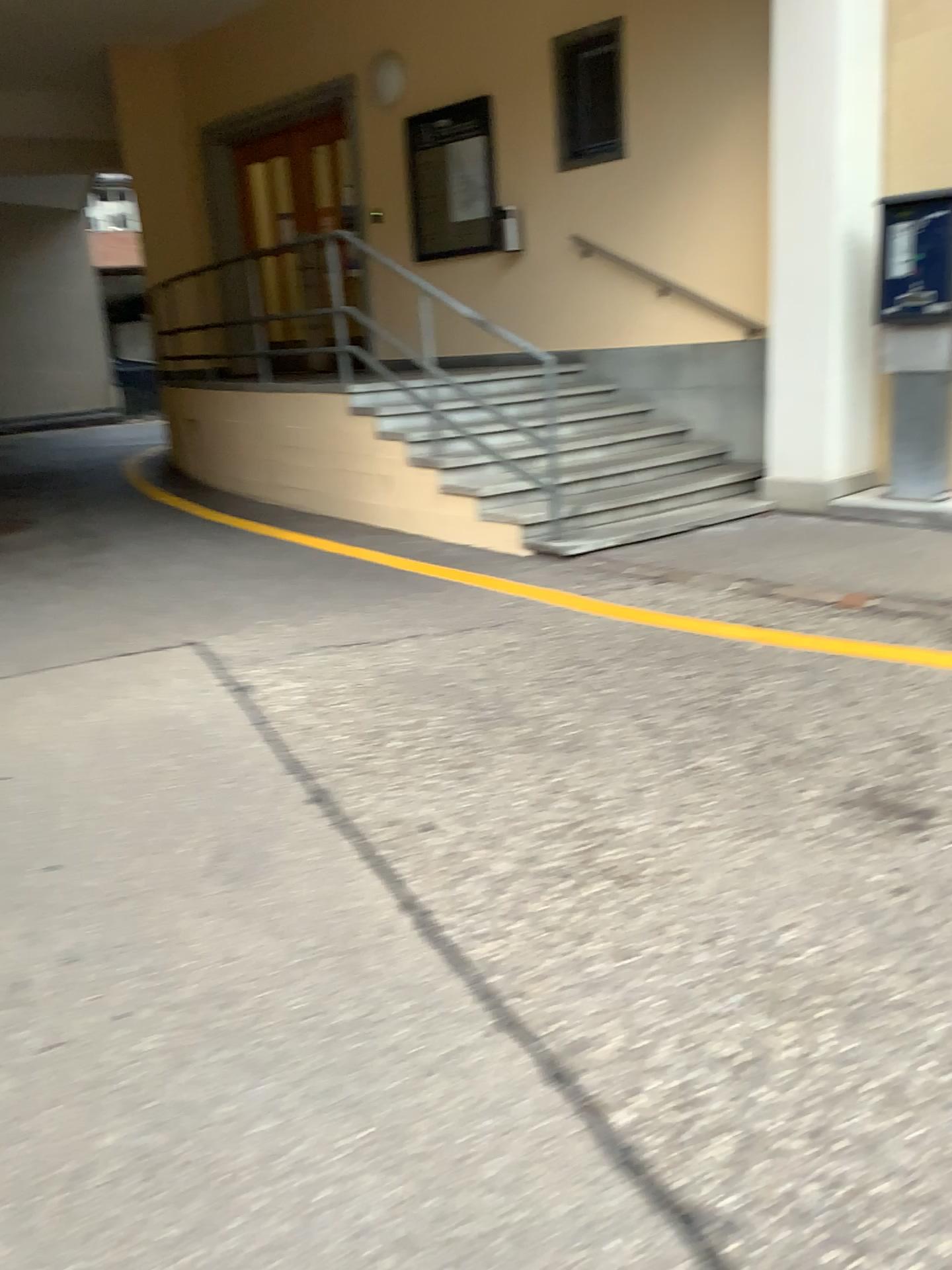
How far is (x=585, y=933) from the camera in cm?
242
